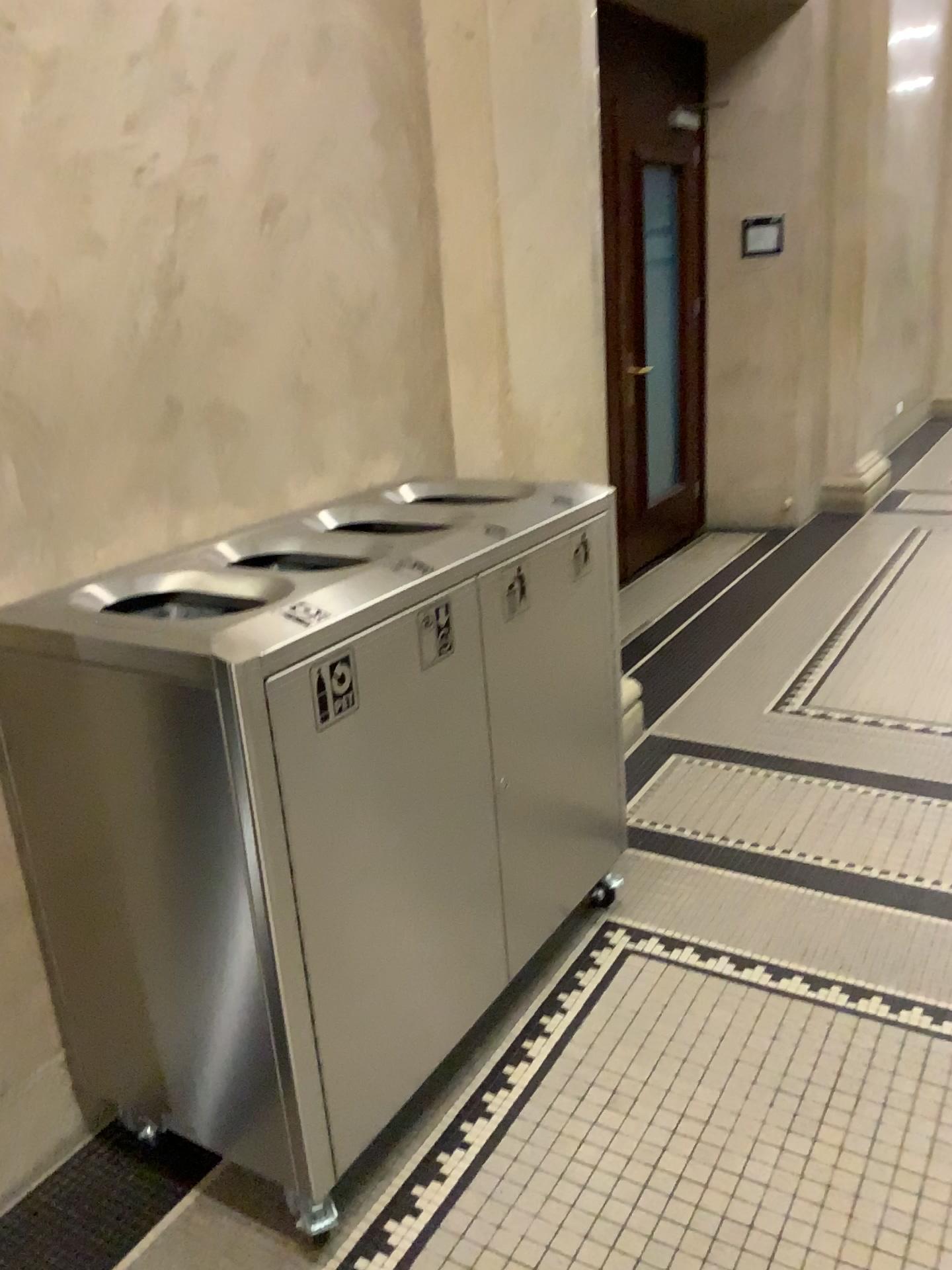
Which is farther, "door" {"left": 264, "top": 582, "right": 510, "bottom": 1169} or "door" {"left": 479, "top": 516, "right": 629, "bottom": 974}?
"door" {"left": 479, "top": 516, "right": 629, "bottom": 974}

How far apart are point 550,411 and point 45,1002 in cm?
191

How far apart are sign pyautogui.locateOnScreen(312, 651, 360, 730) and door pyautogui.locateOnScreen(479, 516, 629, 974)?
0.38m

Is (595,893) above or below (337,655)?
below

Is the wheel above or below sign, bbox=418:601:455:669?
below

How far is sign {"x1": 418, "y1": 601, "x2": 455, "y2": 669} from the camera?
1.7 meters

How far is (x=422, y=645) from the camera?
1.7 meters

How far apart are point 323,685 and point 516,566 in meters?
0.6 m

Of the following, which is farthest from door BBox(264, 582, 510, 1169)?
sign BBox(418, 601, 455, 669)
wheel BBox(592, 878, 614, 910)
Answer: wheel BBox(592, 878, 614, 910)

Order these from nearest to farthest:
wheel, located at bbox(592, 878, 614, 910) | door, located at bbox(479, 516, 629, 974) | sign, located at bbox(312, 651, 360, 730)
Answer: sign, located at bbox(312, 651, 360, 730) → door, located at bbox(479, 516, 629, 974) → wheel, located at bbox(592, 878, 614, 910)
